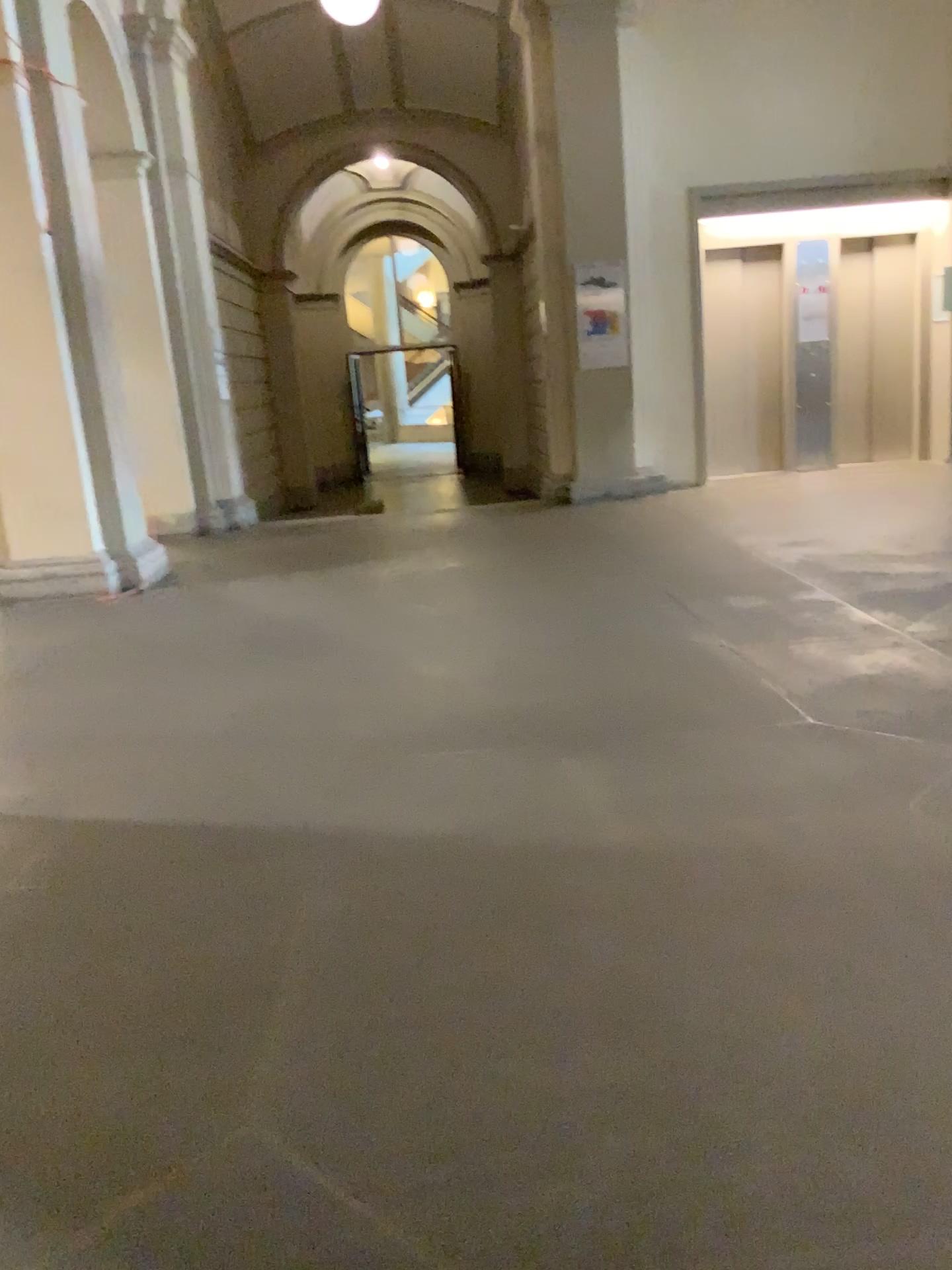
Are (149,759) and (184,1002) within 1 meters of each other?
no
